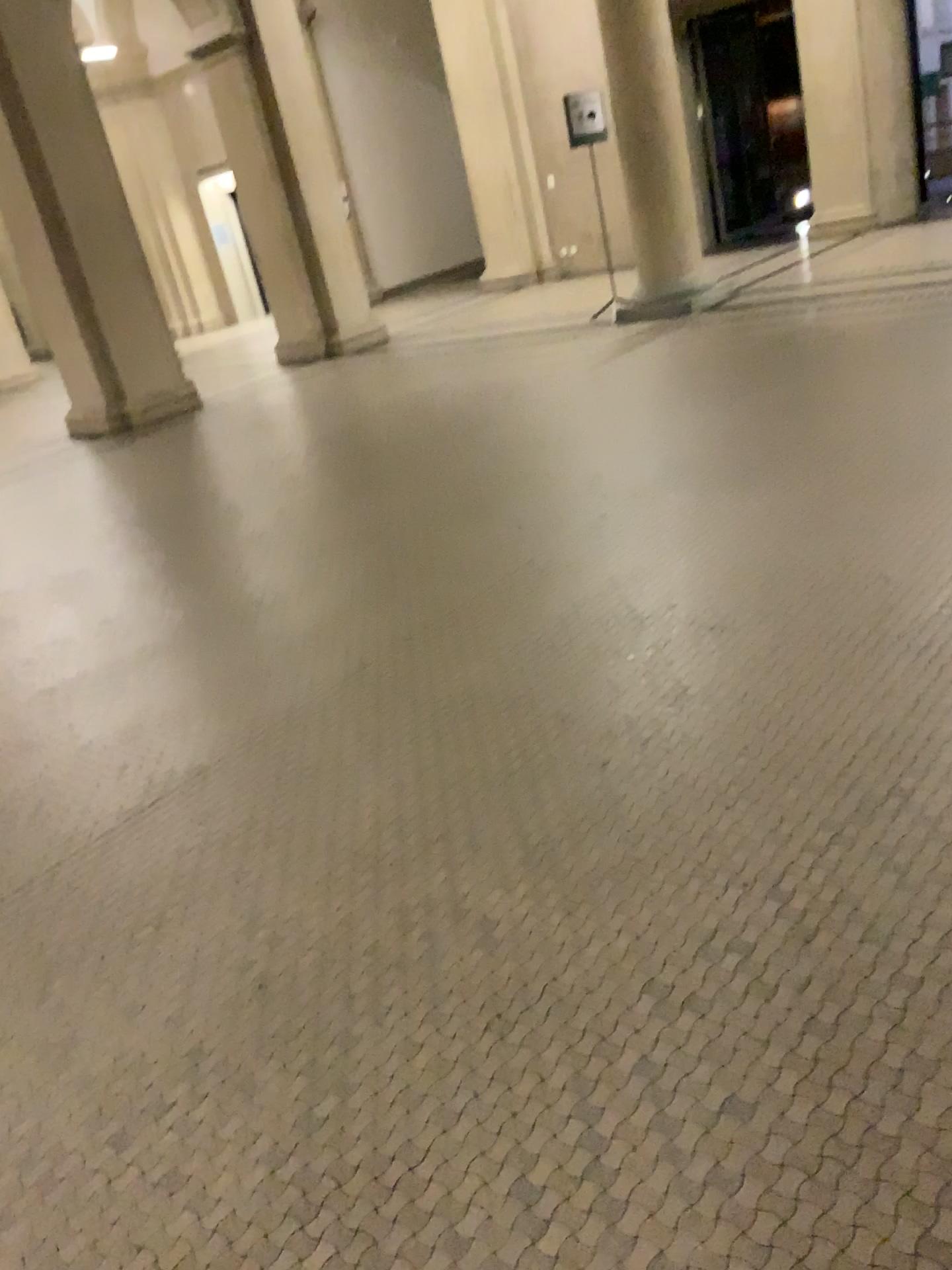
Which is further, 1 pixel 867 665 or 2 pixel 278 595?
2 pixel 278 595
